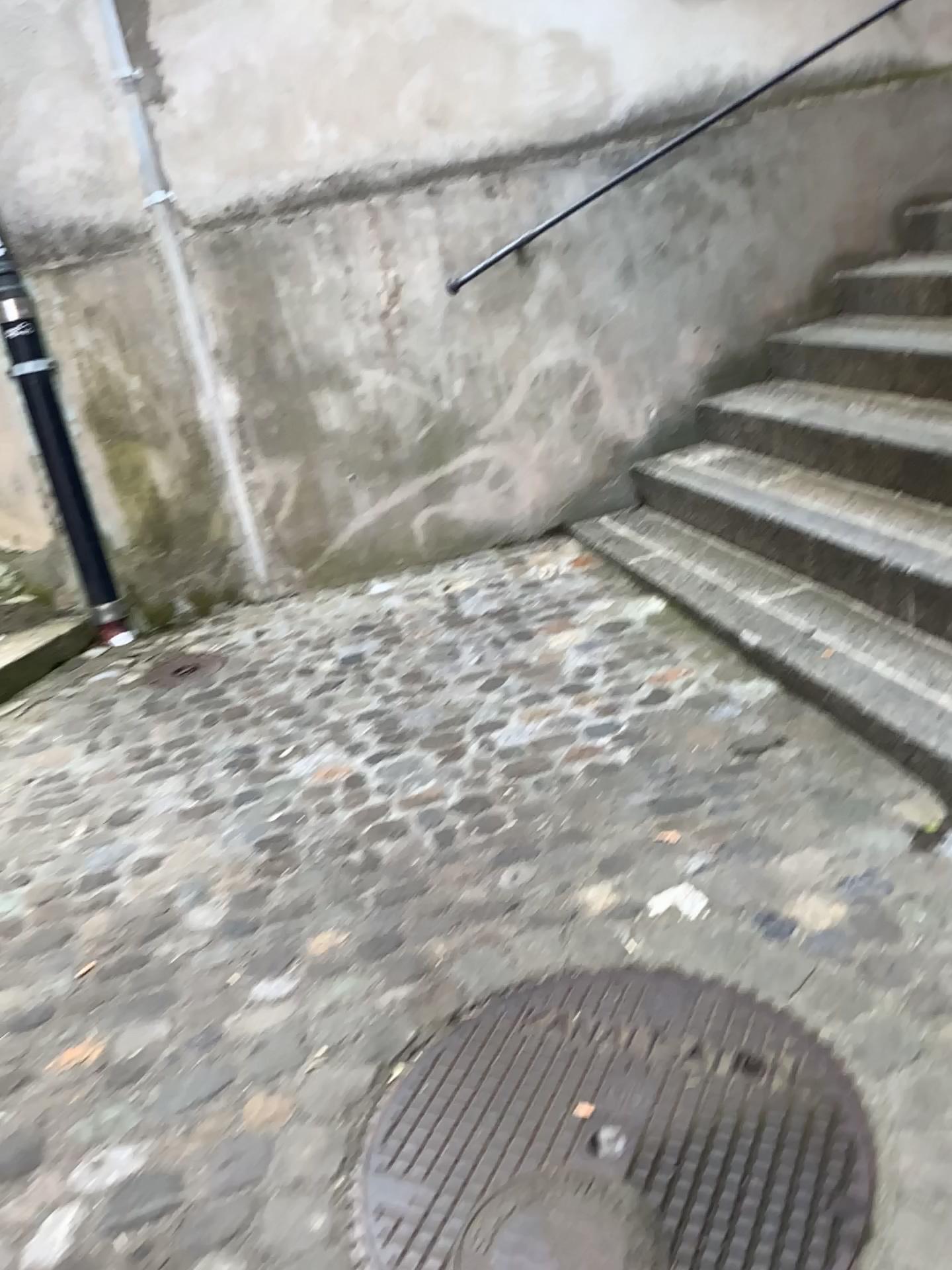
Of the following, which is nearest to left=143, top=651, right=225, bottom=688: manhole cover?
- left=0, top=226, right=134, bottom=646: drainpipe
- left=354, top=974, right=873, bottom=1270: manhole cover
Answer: left=0, top=226, right=134, bottom=646: drainpipe

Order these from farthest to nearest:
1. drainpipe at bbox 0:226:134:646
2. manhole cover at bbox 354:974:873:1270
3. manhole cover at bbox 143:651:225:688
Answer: drainpipe at bbox 0:226:134:646 → manhole cover at bbox 143:651:225:688 → manhole cover at bbox 354:974:873:1270

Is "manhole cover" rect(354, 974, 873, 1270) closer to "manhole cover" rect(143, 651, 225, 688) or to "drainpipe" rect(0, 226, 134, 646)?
"manhole cover" rect(143, 651, 225, 688)

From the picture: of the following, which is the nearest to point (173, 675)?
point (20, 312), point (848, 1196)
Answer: point (20, 312)

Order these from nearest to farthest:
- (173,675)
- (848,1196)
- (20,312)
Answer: (848,1196) < (173,675) < (20,312)

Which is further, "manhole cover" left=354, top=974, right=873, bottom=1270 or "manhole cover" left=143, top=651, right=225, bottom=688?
"manhole cover" left=143, top=651, right=225, bottom=688

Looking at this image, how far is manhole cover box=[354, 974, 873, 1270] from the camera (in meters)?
1.31

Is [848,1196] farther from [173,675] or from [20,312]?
[20,312]

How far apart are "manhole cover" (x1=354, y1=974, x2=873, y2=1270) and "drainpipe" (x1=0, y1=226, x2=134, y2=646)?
2.4 meters

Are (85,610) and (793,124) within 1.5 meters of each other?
no
